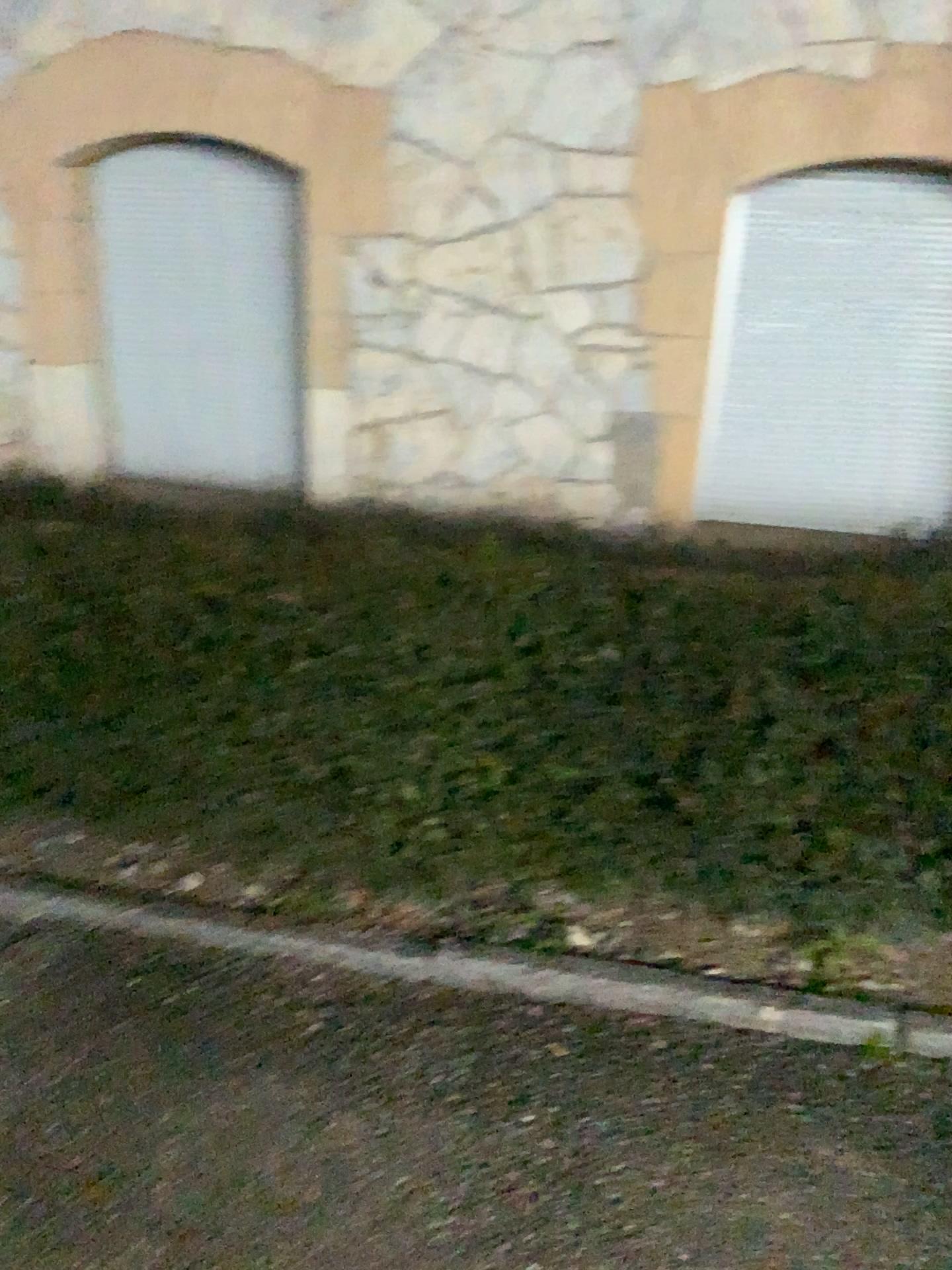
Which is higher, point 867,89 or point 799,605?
point 867,89

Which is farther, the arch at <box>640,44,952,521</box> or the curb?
the arch at <box>640,44,952,521</box>

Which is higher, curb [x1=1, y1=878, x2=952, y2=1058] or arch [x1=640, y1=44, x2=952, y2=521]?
arch [x1=640, y1=44, x2=952, y2=521]

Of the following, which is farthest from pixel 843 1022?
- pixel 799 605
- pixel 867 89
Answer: pixel 867 89

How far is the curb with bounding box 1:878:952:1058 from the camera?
2.0m

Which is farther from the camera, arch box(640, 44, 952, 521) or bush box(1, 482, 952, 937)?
arch box(640, 44, 952, 521)

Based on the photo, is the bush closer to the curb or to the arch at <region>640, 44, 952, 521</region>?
the curb

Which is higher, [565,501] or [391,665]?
[391,665]

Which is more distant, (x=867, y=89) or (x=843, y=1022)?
(x=867, y=89)

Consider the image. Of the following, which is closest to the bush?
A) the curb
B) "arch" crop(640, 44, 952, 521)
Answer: the curb
